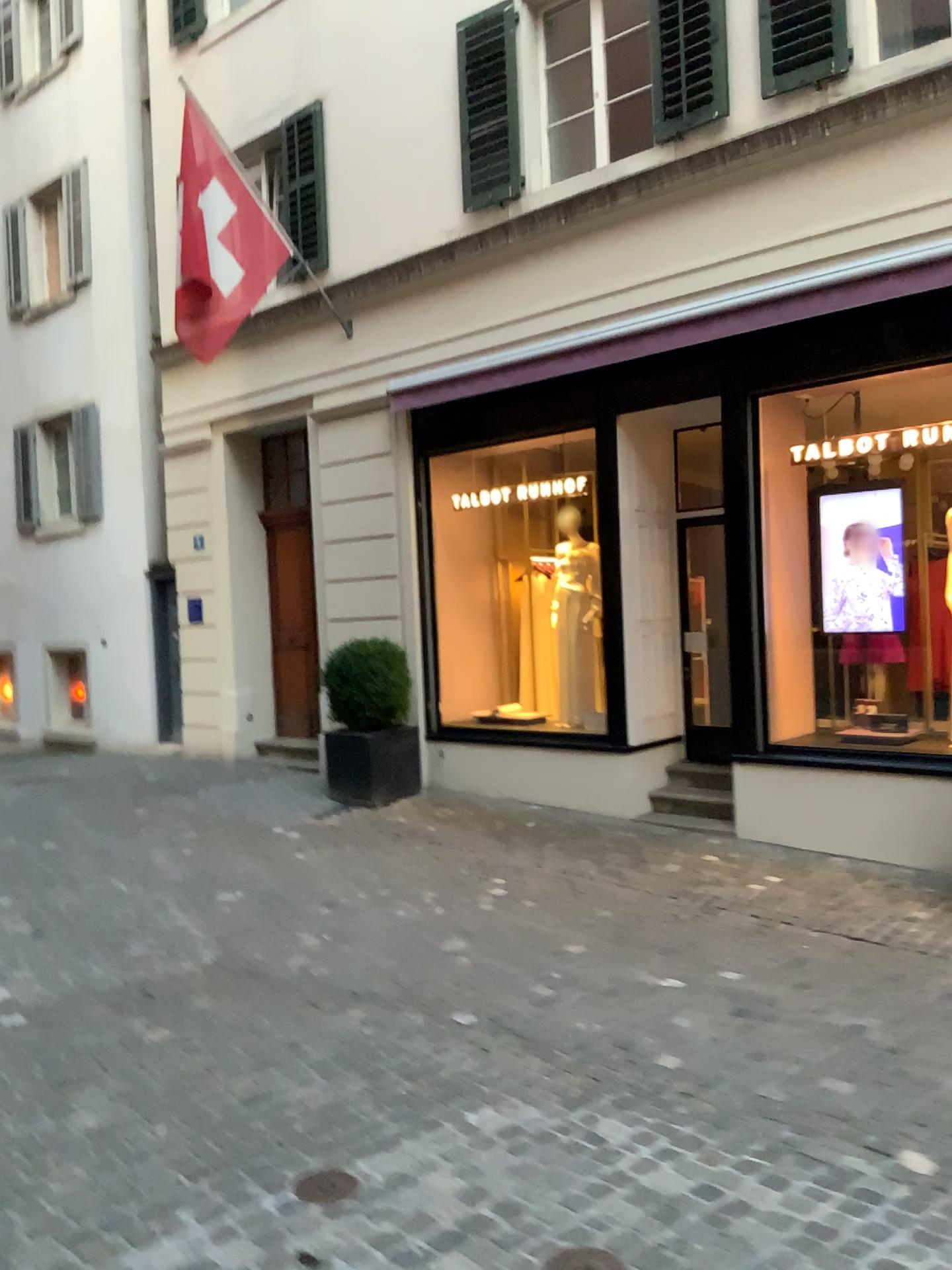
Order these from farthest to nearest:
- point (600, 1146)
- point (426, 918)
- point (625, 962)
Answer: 1. point (426, 918)
2. point (625, 962)
3. point (600, 1146)
